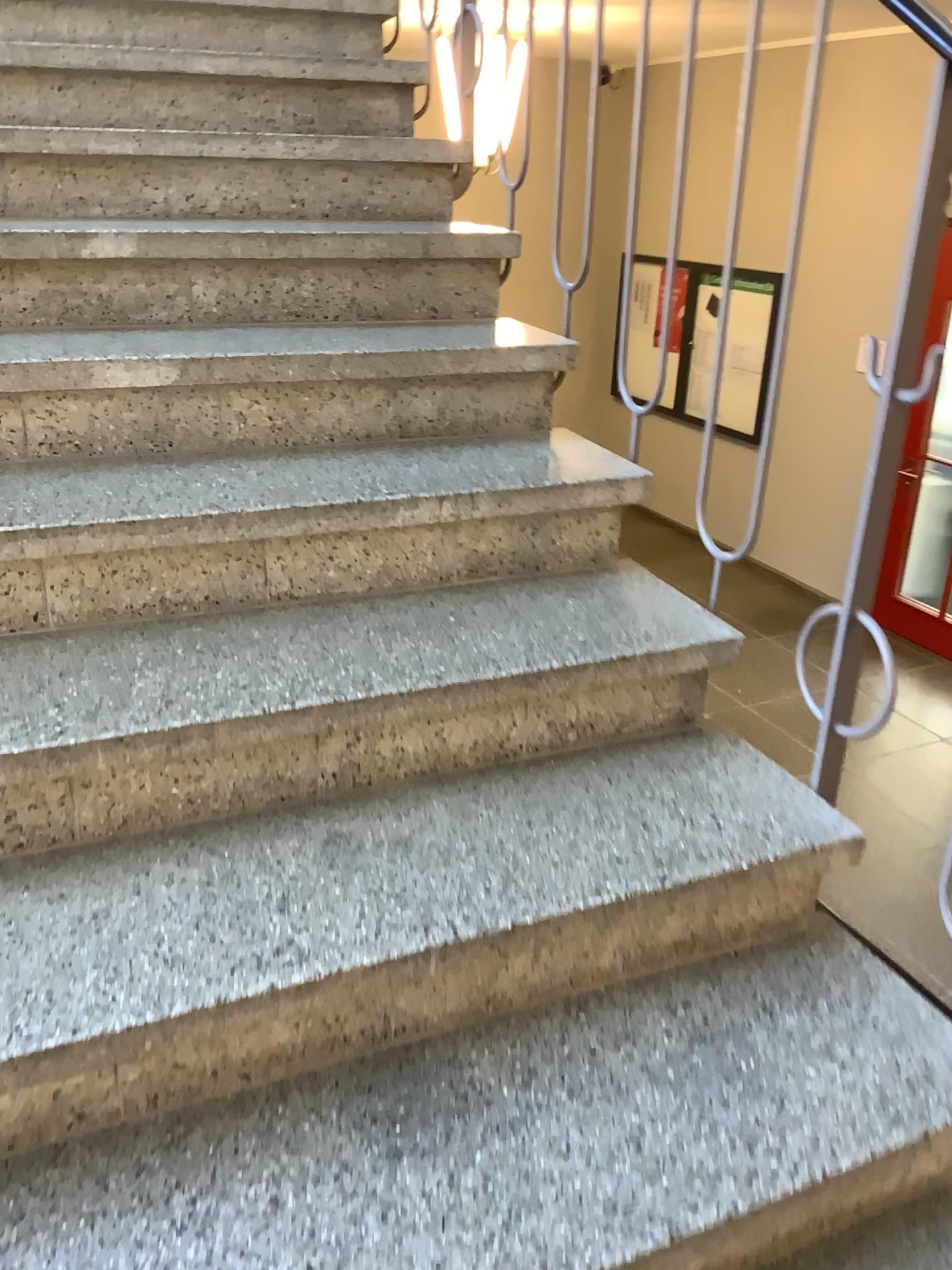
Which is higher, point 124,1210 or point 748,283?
point 748,283

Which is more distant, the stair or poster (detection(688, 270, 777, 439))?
poster (detection(688, 270, 777, 439))

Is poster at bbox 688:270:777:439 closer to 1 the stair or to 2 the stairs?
2 the stairs

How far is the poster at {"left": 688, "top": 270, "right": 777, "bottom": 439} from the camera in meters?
1.5 m

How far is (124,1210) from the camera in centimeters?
104cm

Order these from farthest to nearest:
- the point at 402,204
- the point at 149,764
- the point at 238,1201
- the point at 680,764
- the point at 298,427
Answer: the point at 402,204 → the point at 298,427 → the point at 680,764 → the point at 149,764 → the point at 238,1201

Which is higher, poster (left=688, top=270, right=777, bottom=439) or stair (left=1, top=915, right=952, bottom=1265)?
poster (left=688, top=270, right=777, bottom=439)

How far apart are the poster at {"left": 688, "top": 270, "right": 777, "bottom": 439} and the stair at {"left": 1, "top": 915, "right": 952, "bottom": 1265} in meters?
0.8

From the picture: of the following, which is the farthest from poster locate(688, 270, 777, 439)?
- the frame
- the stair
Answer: the stair

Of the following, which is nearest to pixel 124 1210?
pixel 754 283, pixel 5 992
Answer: pixel 5 992
